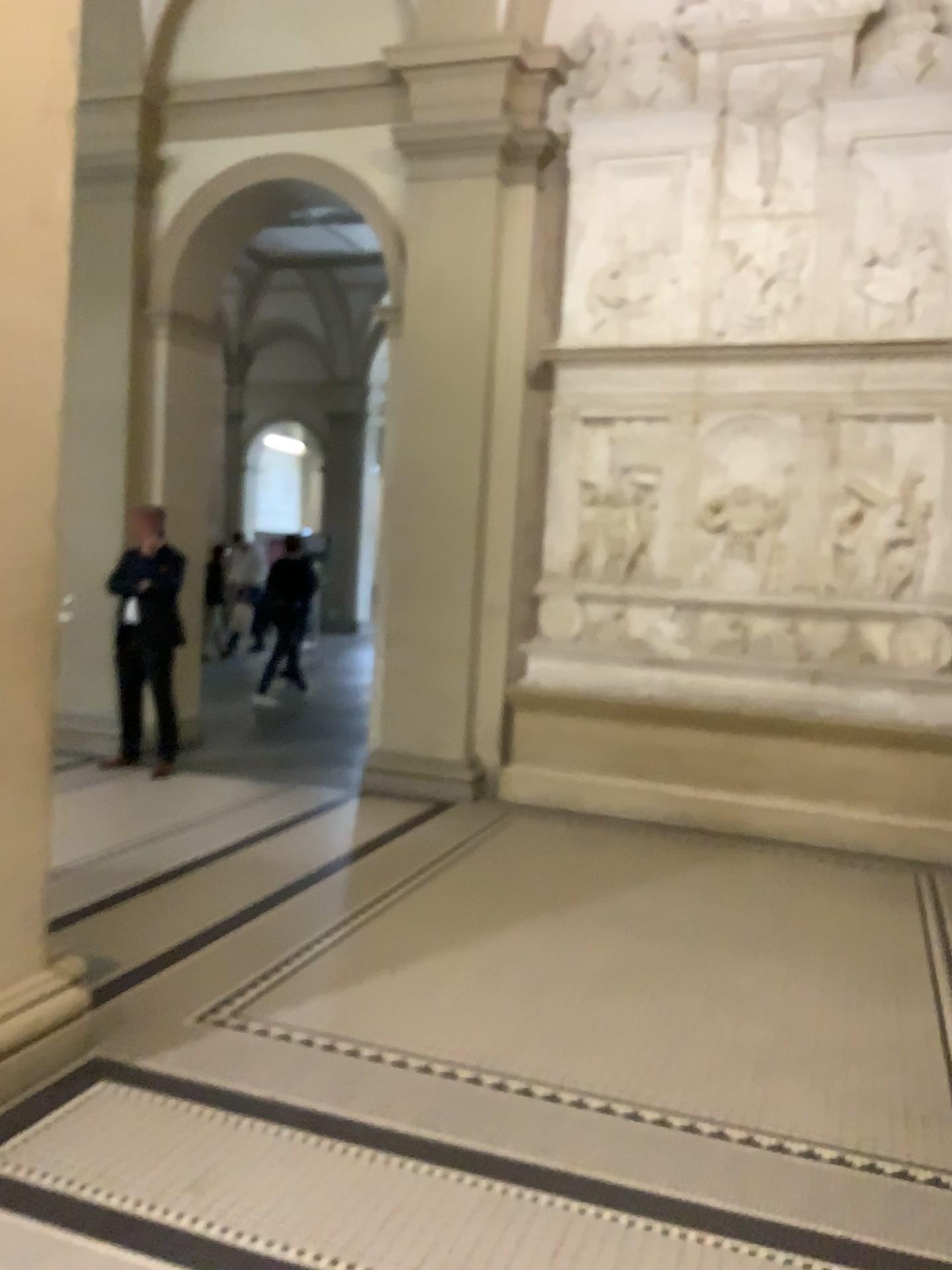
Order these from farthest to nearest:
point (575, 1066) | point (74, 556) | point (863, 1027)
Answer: point (74, 556), point (863, 1027), point (575, 1066)

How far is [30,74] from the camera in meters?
2.9 m

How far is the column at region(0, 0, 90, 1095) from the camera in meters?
2.9
